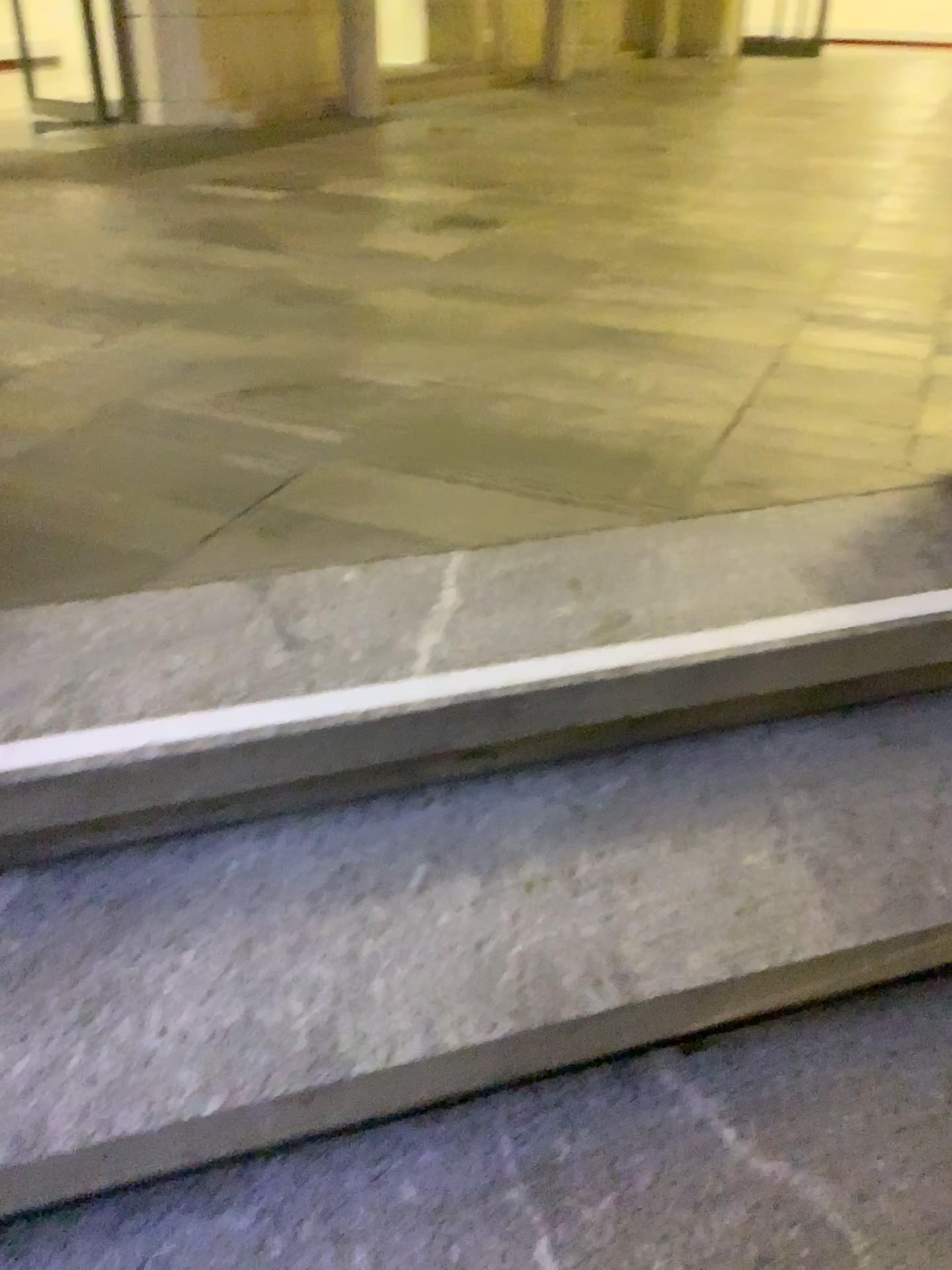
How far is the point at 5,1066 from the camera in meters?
1.0 m

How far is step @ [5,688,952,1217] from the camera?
0.97m

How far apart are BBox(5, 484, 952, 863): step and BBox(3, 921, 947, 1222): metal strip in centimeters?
34cm

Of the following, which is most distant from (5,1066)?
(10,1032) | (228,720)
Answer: (228,720)

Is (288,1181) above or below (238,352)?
below

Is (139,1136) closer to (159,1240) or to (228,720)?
(159,1240)

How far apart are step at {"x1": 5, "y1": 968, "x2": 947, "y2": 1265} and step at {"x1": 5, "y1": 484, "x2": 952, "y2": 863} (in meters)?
0.37

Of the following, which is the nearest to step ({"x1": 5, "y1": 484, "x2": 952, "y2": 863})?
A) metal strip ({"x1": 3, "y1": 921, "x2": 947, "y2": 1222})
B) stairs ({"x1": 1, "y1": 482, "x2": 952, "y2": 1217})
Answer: stairs ({"x1": 1, "y1": 482, "x2": 952, "y2": 1217})

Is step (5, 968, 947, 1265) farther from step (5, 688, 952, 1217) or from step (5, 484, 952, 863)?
step (5, 484, 952, 863)

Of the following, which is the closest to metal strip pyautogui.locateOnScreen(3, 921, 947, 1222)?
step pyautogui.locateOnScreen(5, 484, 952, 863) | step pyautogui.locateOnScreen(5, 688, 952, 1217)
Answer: step pyautogui.locateOnScreen(5, 688, 952, 1217)
